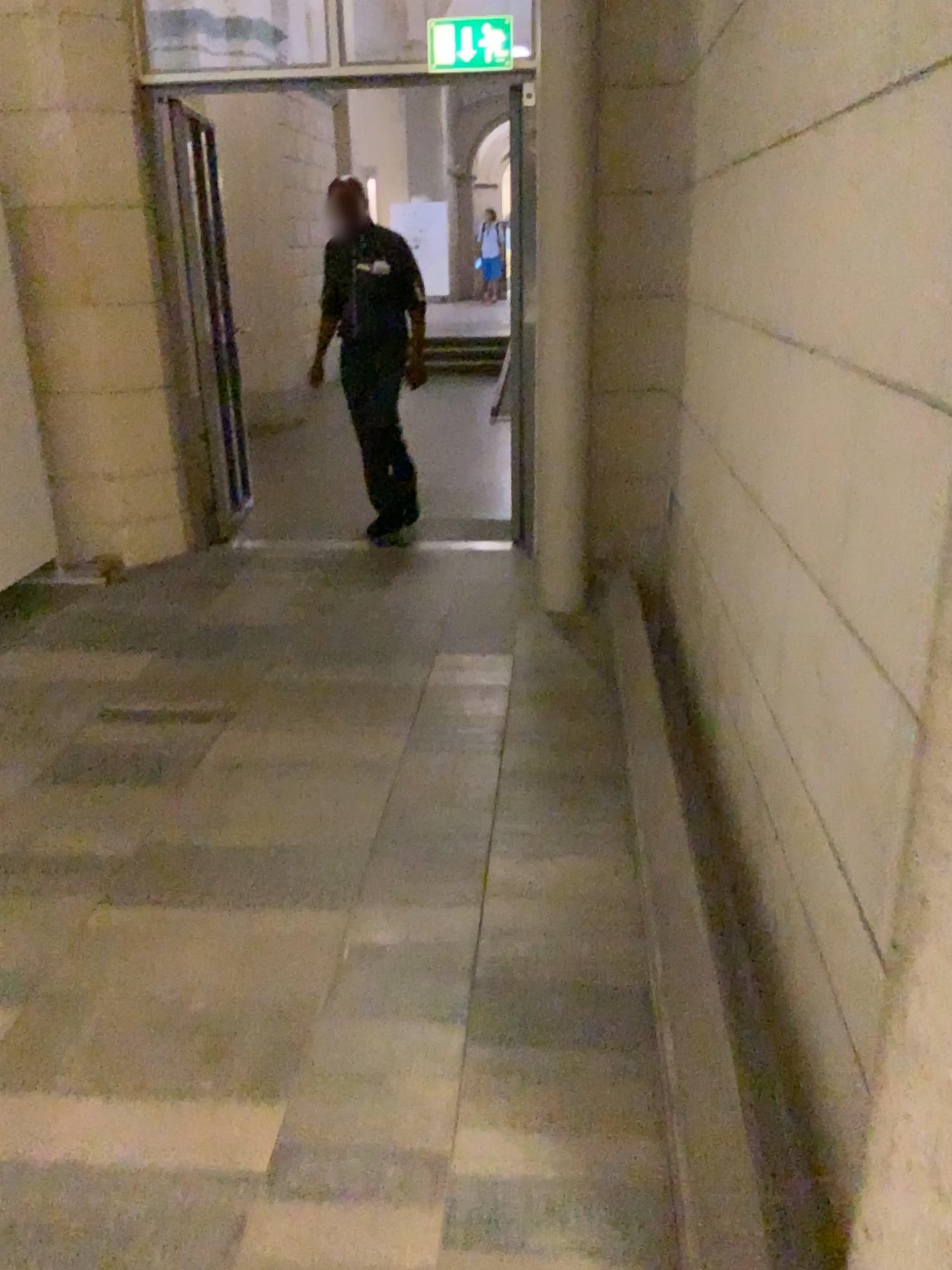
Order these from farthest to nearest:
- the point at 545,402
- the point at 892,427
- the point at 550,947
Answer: the point at 545,402 < the point at 550,947 < the point at 892,427

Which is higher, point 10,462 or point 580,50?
point 580,50

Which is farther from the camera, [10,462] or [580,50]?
[10,462]

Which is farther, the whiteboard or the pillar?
the whiteboard
